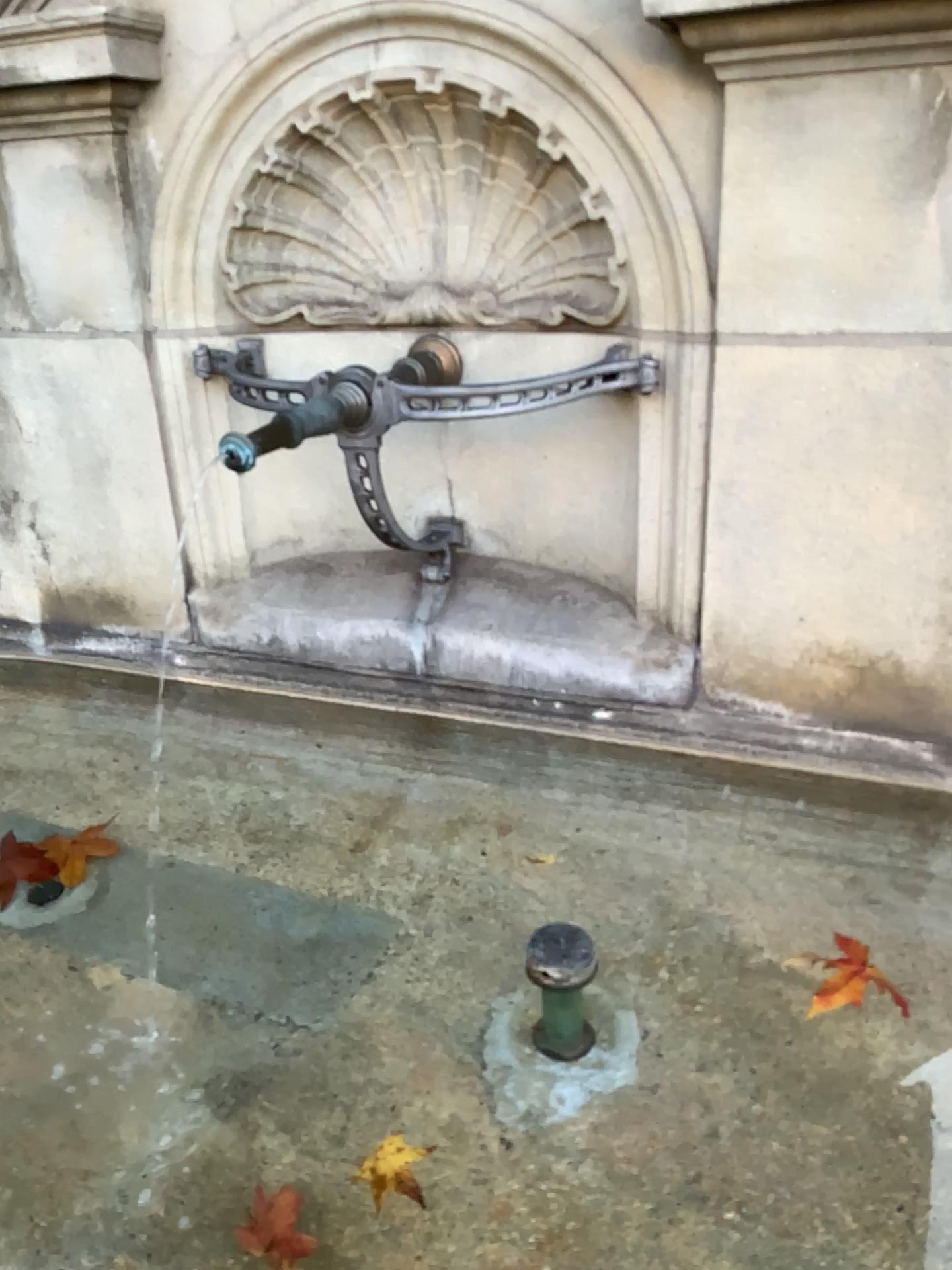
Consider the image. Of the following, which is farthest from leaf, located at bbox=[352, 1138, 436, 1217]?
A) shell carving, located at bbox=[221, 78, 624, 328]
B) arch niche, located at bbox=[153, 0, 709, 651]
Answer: shell carving, located at bbox=[221, 78, 624, 328]

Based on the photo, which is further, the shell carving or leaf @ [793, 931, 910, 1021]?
the shell carving

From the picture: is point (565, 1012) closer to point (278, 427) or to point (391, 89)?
point (278, 427)

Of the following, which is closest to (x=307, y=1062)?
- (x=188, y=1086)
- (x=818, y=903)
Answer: (x=188, y=1086)

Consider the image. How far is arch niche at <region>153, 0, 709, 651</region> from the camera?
1.3 meters

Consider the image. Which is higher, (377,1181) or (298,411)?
(298,411)

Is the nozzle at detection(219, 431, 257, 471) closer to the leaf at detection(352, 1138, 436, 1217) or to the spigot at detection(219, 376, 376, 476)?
the spigot at detection(219, 376, 376, 476)

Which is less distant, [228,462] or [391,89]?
[228,462]

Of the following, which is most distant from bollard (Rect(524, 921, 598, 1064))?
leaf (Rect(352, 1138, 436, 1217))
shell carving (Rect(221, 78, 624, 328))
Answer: shell carving (Rect(221, 78, 624, 328))

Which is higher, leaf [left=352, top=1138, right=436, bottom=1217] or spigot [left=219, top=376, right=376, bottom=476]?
spigot [left=219, top=376, right=376, bottom=476]
